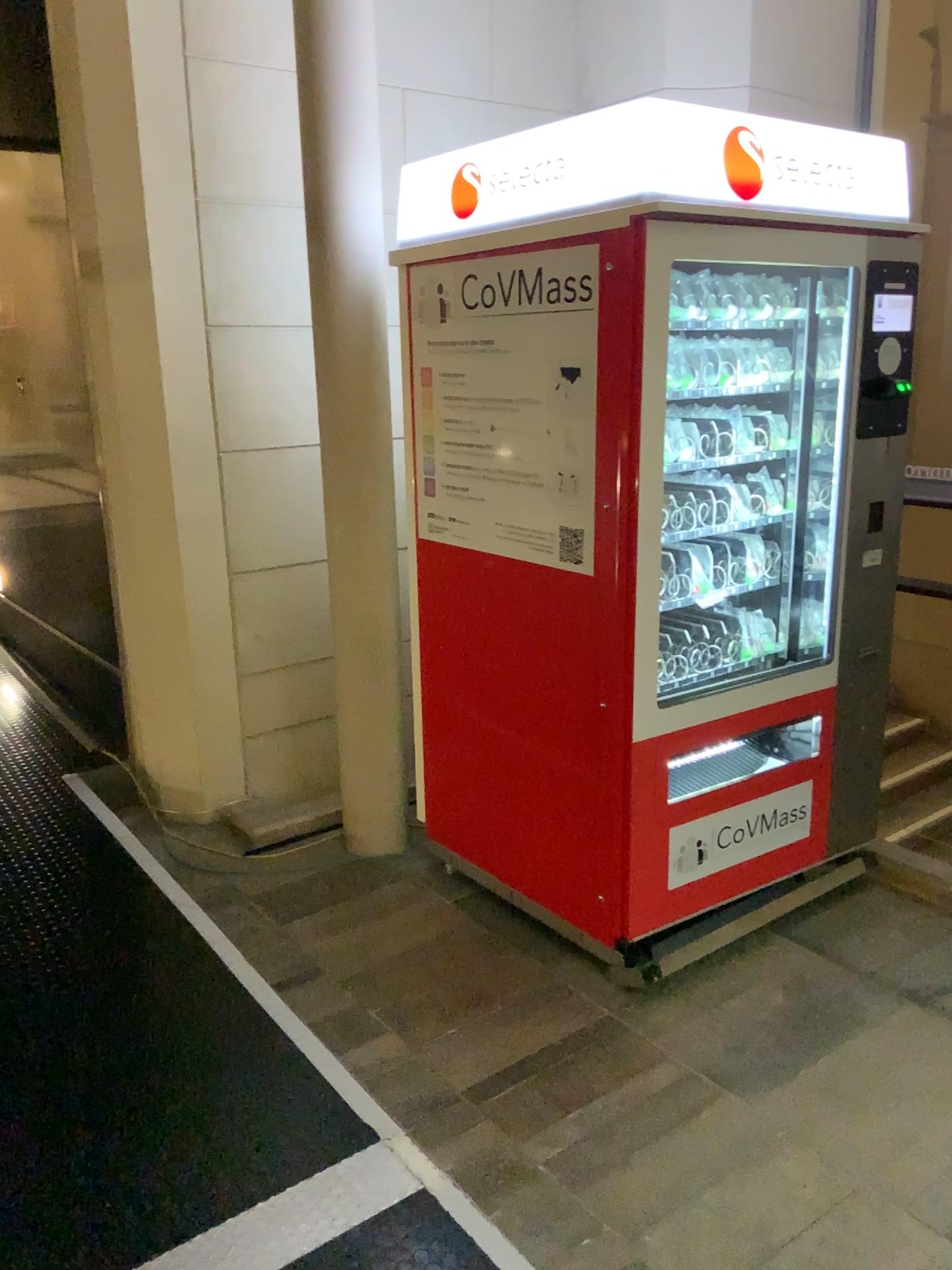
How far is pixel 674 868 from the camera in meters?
2.7 m

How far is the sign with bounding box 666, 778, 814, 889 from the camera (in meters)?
2.72

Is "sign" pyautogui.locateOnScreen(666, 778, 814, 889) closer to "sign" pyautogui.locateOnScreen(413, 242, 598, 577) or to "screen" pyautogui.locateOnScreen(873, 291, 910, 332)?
"sign" pyautogui.locateOnScreen(413, 242, 598, 577)

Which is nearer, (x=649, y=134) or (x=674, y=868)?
(x=649, y=134)

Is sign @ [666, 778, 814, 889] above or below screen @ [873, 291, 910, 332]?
below

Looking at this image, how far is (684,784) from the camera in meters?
2.8 m

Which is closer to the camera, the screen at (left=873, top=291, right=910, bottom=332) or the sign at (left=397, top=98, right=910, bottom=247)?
the sign at (left=397, top=98, right=910, bottom=247)

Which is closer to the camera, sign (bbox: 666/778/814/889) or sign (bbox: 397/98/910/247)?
sign (bbox: 397/98/910/247)

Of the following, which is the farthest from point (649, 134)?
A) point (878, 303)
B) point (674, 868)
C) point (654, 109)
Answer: point (674, 868)

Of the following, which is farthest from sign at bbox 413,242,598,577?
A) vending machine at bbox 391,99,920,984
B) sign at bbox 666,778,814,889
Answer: sign at bbox 666,778,814,889
